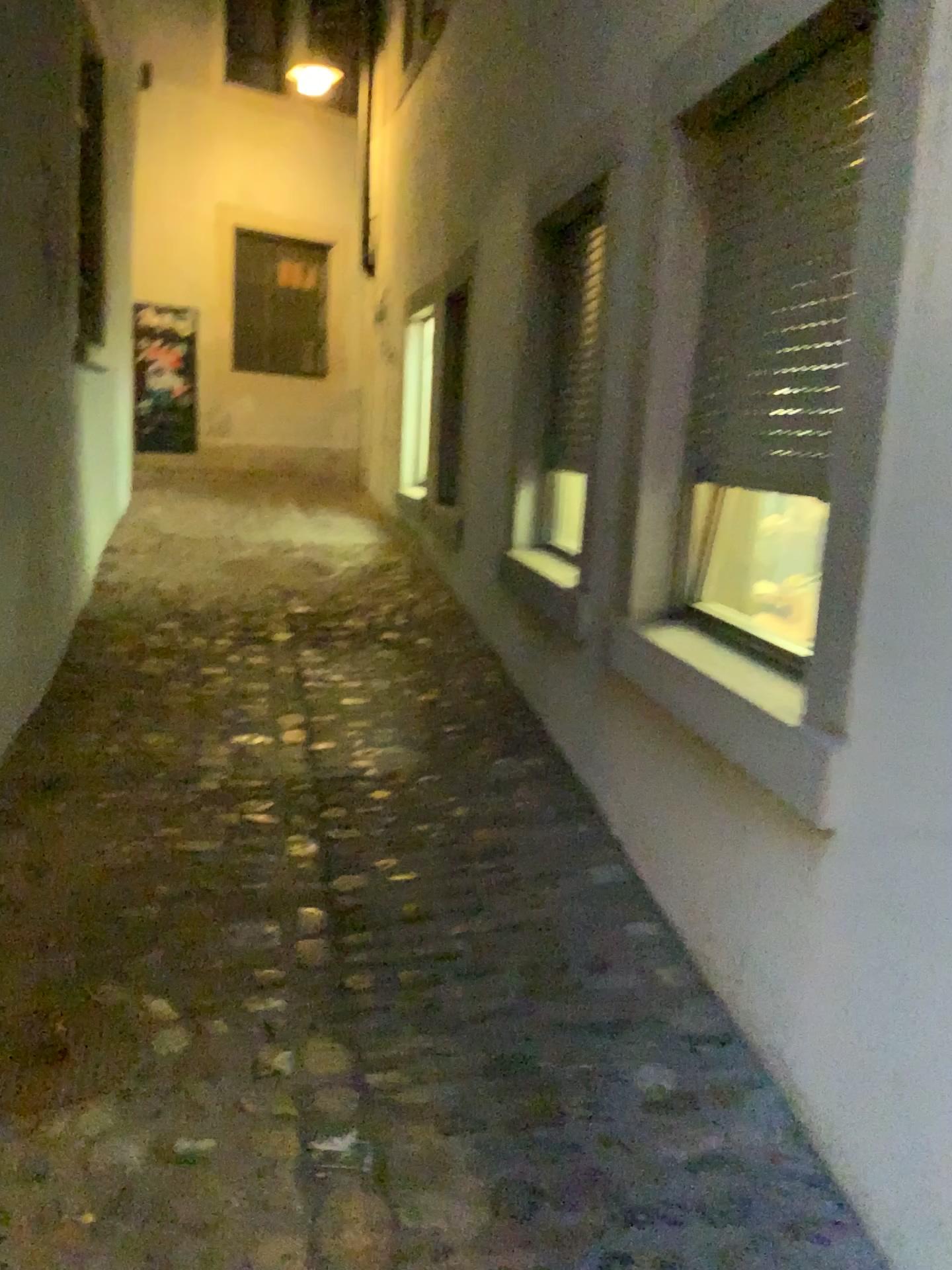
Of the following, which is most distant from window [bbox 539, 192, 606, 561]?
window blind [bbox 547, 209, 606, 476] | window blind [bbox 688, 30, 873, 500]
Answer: window blind [bbox 688, 30, 873, 500]

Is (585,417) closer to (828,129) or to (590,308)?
(590,308)

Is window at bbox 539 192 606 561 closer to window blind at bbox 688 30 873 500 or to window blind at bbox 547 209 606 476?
window blind at bbox 547 209 606 476

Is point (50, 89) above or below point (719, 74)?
above

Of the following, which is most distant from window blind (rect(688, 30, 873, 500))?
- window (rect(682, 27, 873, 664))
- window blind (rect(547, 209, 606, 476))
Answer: window blind (rect(547, 209, 606, 476))

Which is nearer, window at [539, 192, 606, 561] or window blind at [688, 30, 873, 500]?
window blind at [688, 30, 873, 500]

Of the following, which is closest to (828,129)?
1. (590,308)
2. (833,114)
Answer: (833,114)

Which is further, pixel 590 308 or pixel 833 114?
pixel 590 308

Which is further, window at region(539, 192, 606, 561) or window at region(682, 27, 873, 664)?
window at region(539, 192, 606, 561)
